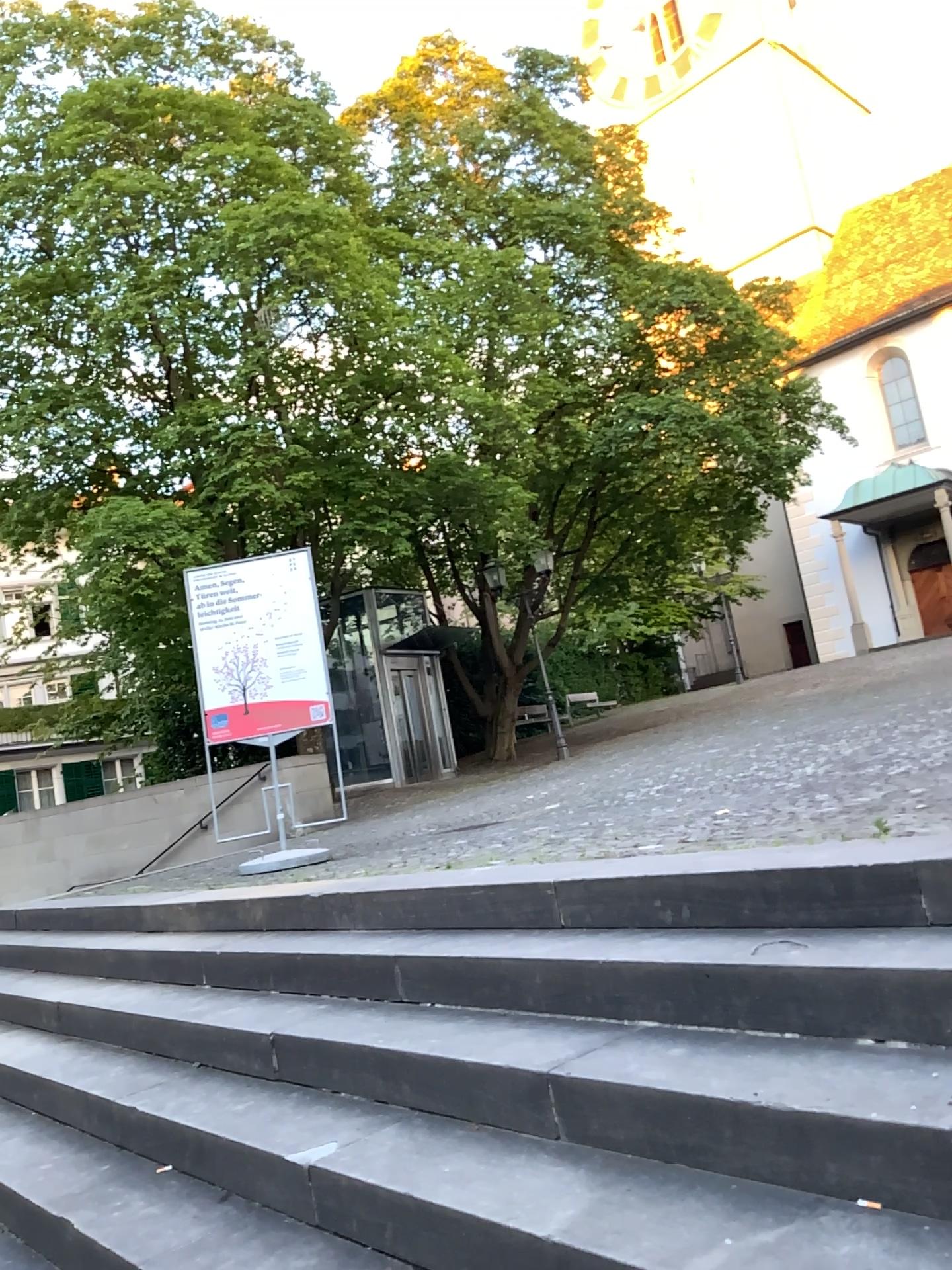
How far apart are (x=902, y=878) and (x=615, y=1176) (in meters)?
0.92
